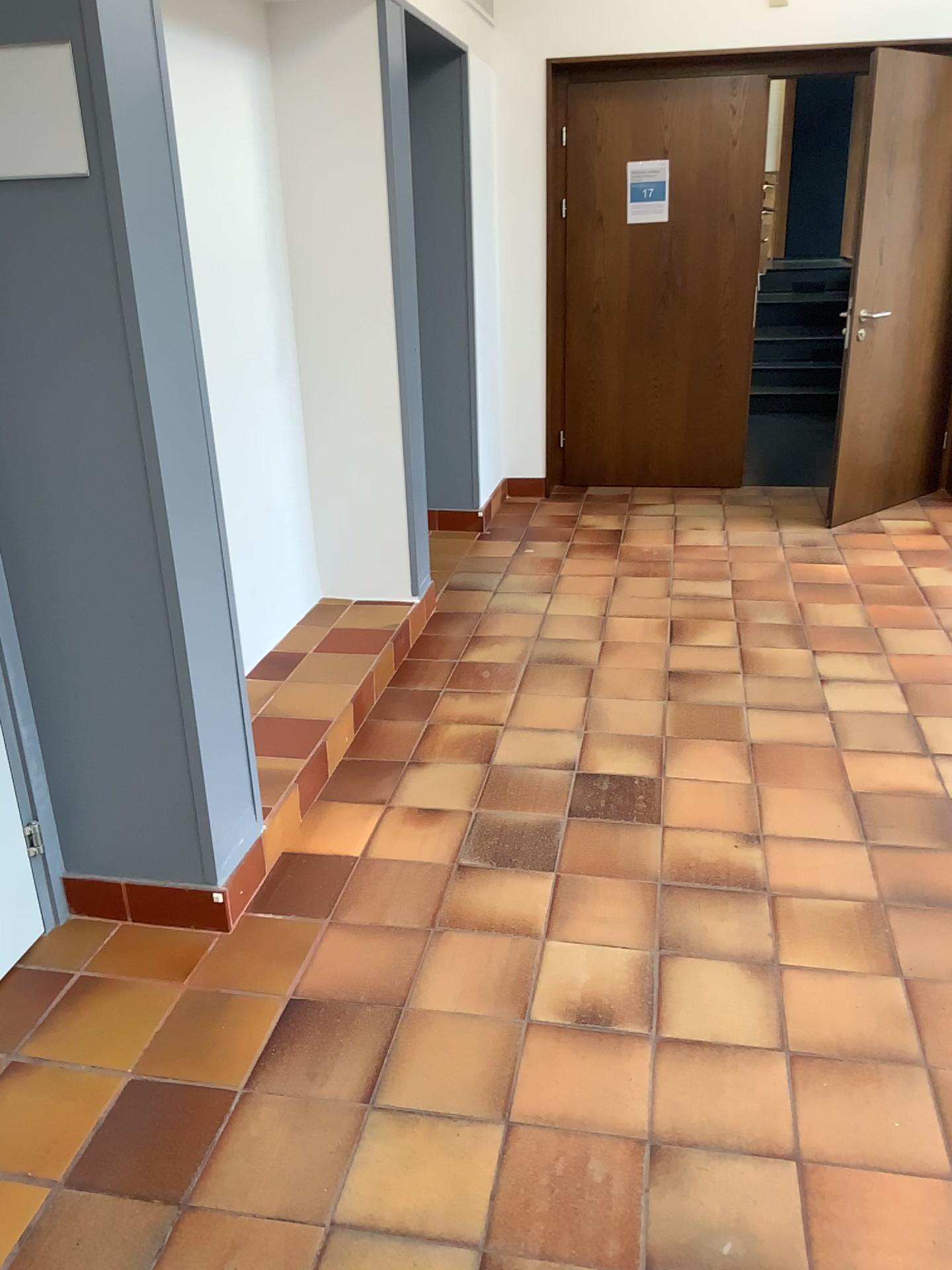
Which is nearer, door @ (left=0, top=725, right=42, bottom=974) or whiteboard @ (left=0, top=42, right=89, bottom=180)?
whiteboard @ (left=0, top=42, right=89, bottom=180)

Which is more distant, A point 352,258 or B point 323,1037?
A point 352,258

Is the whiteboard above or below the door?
above

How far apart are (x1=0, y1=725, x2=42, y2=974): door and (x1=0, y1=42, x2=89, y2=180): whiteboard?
1.24m

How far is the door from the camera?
Result: 2.3m

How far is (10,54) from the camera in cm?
181

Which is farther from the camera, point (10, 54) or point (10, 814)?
point (10, 814)

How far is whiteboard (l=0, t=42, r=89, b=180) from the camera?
1.8m

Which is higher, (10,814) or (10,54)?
(10,54)
